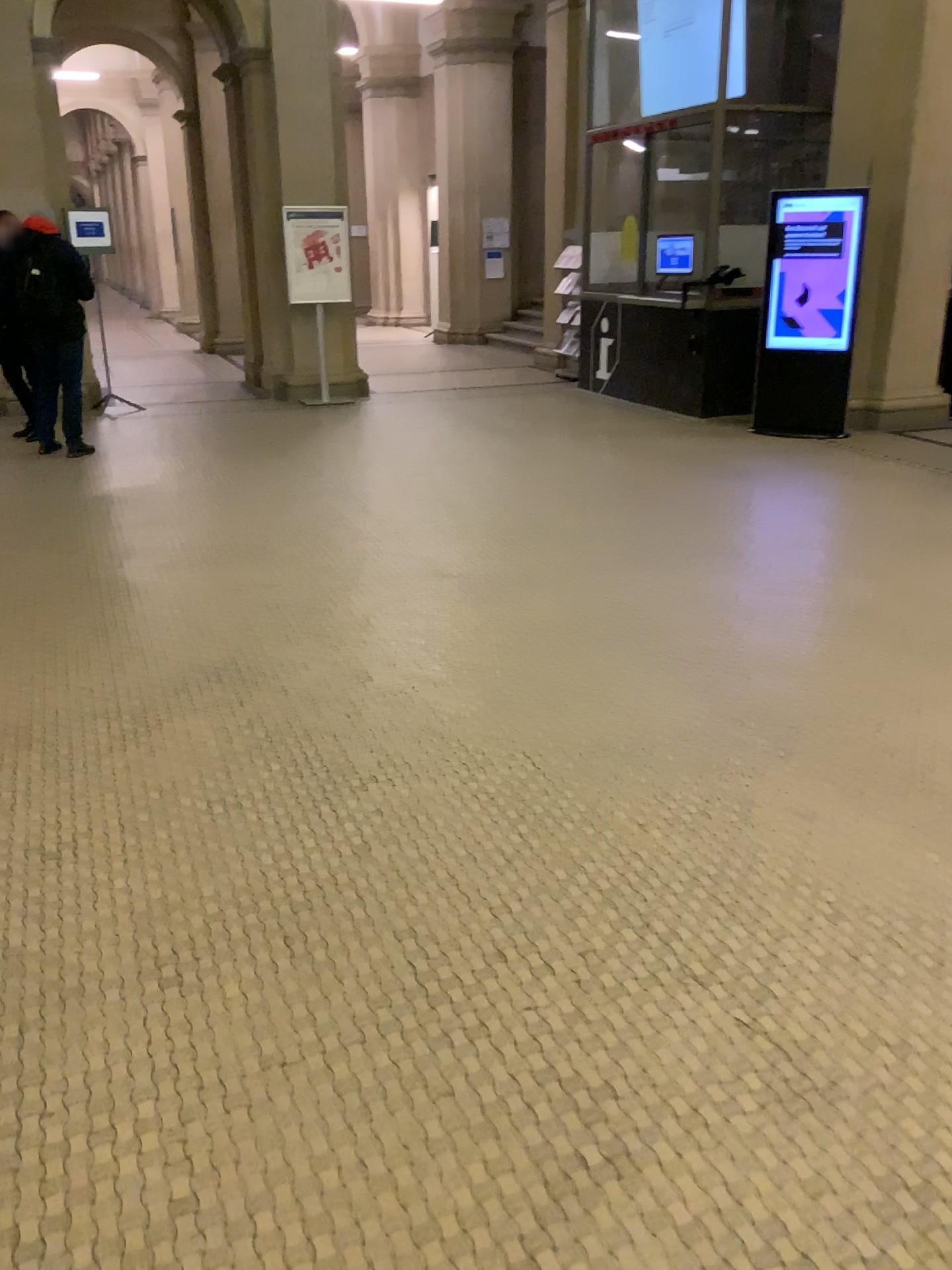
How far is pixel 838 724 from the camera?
3.4m
